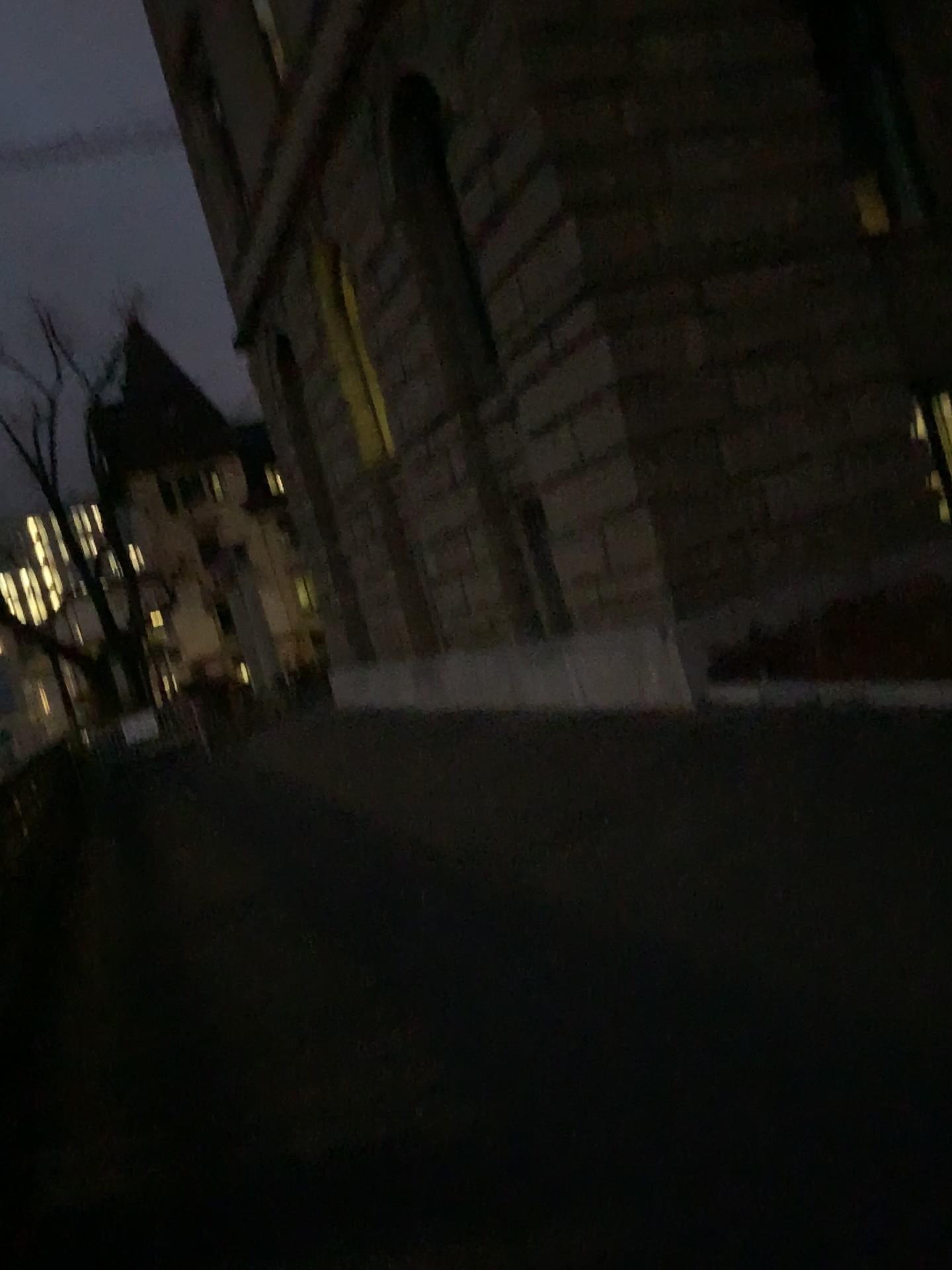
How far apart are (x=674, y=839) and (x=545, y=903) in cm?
78
